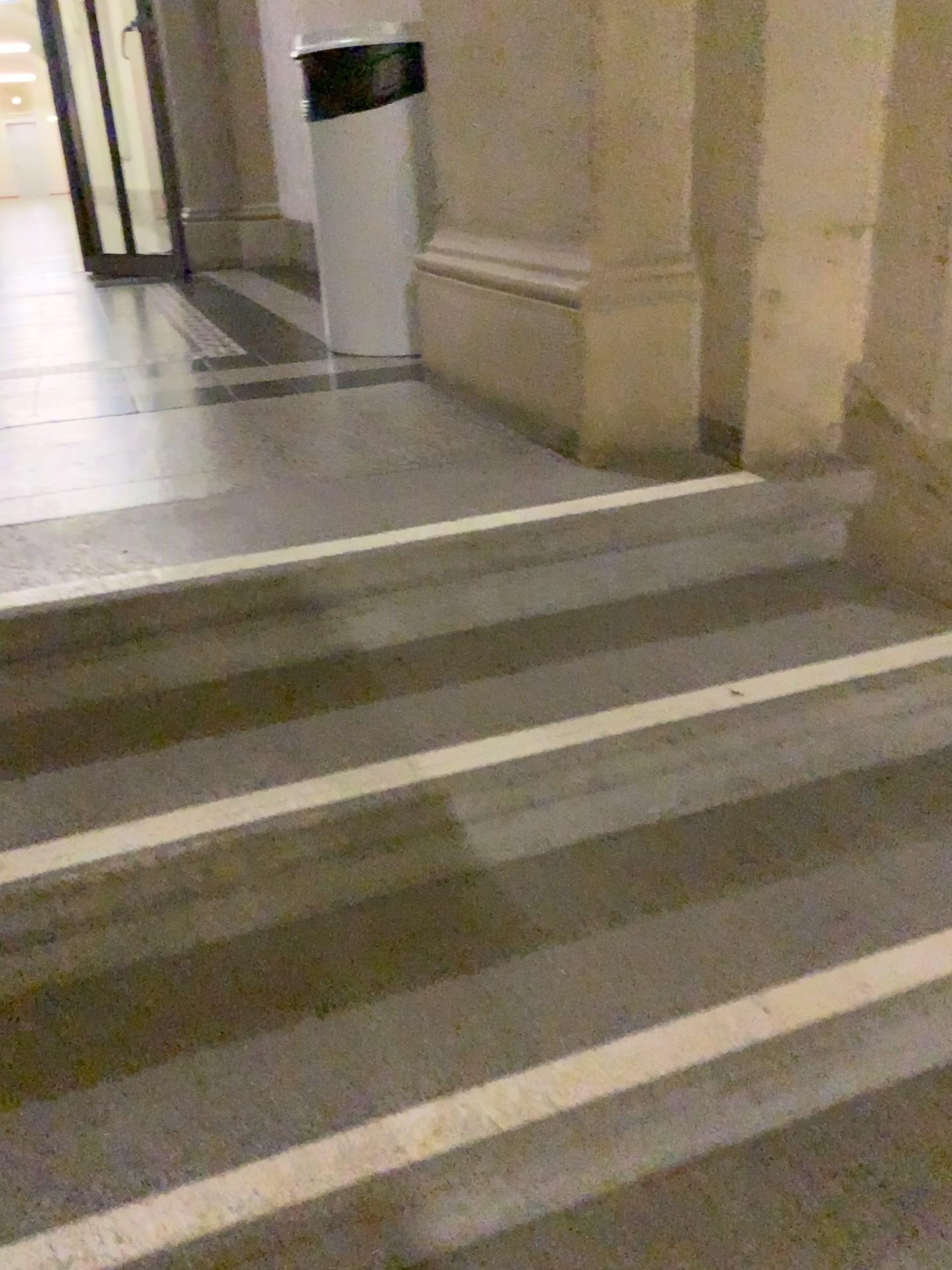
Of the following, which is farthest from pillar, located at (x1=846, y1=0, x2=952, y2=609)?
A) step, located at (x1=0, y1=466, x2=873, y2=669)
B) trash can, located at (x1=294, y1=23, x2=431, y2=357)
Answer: trash can, located at (x1=294, y1=23, x2=431, y2=357)

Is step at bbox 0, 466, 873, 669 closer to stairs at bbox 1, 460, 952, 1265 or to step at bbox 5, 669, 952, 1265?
stairs at bbox 1, 460, 952, 1265

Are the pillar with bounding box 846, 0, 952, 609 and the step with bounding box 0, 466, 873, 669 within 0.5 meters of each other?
yes

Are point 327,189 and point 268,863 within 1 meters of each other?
no

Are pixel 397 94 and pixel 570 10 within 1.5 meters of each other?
yes

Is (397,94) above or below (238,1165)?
above

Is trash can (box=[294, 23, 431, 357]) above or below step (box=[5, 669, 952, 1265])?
above

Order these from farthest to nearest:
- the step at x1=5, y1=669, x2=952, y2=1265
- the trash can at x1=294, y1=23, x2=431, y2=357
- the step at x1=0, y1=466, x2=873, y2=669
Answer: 1. the trash can at x1=294, y1=23, x2=431, y2=357
2. the step at x1=0, y1=466, x2=873, y2=669
3. the step at x1=5, y1=669, x2=952, y2=1265

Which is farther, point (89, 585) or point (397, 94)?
point (397, 94)

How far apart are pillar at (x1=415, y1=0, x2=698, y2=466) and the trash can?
0.3m
